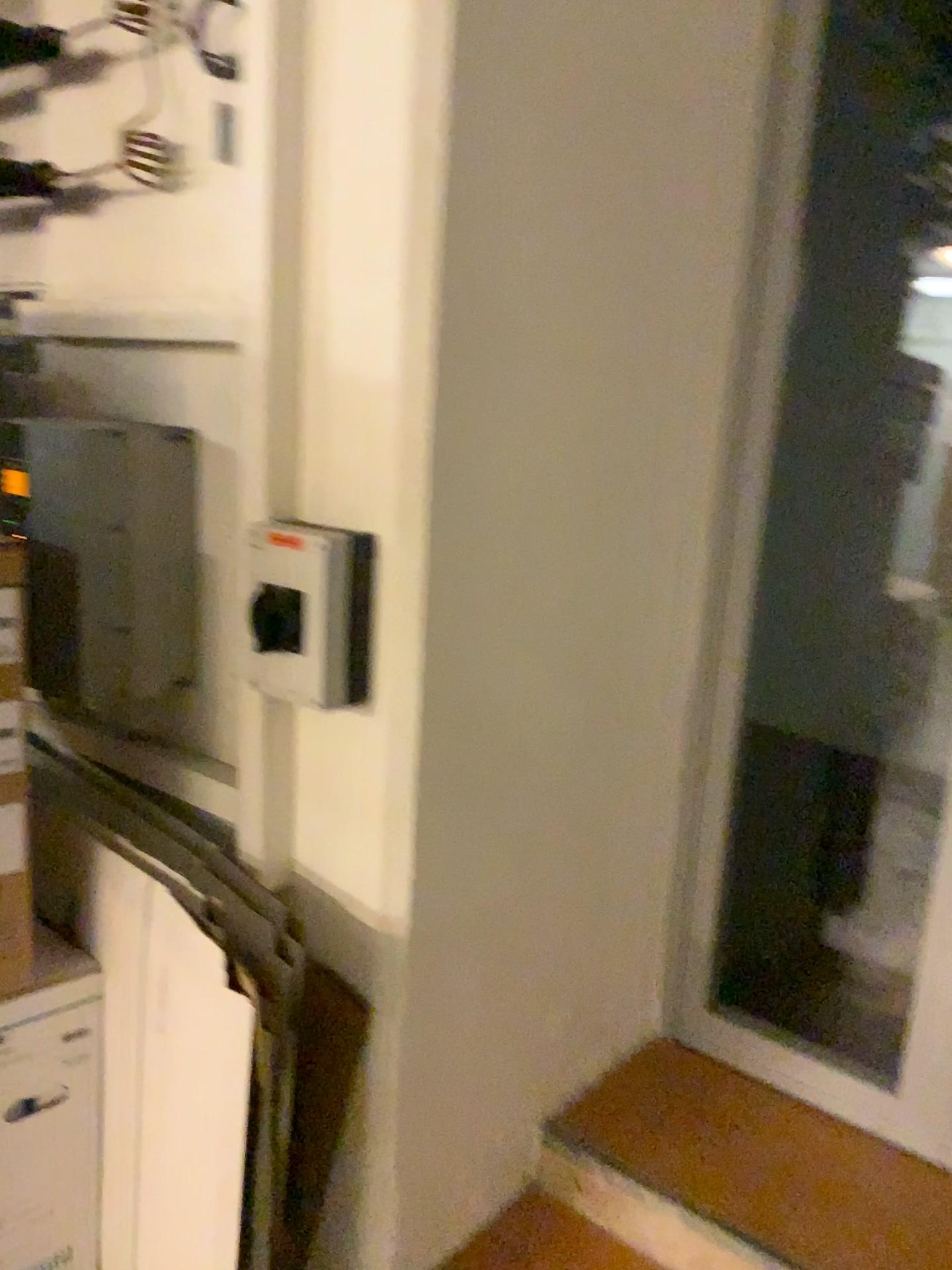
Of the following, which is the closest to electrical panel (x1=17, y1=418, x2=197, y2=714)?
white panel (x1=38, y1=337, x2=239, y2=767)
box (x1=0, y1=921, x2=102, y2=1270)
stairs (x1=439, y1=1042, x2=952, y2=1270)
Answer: white panel (x1=38, y1=337, x2=239, y2=767)

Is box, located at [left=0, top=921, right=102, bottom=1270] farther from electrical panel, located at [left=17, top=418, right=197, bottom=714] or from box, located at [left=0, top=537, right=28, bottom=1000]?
electrical panel, located at [left=17, top=418, right=197, bottom=714]

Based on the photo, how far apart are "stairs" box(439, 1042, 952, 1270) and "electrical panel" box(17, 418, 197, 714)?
1.1 meters

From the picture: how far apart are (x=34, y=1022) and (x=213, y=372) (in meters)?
0.99

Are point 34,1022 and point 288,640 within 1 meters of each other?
yes

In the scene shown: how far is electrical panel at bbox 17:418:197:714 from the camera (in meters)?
1.56

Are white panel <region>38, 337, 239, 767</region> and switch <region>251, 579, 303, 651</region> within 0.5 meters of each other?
yes

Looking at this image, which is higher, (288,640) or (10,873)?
(288,640)

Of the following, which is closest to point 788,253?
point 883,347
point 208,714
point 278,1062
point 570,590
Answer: point 570,590

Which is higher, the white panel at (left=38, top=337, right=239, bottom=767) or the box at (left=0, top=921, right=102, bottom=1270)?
the white panel at (left=38, top=337, right=239, bottom=767)
